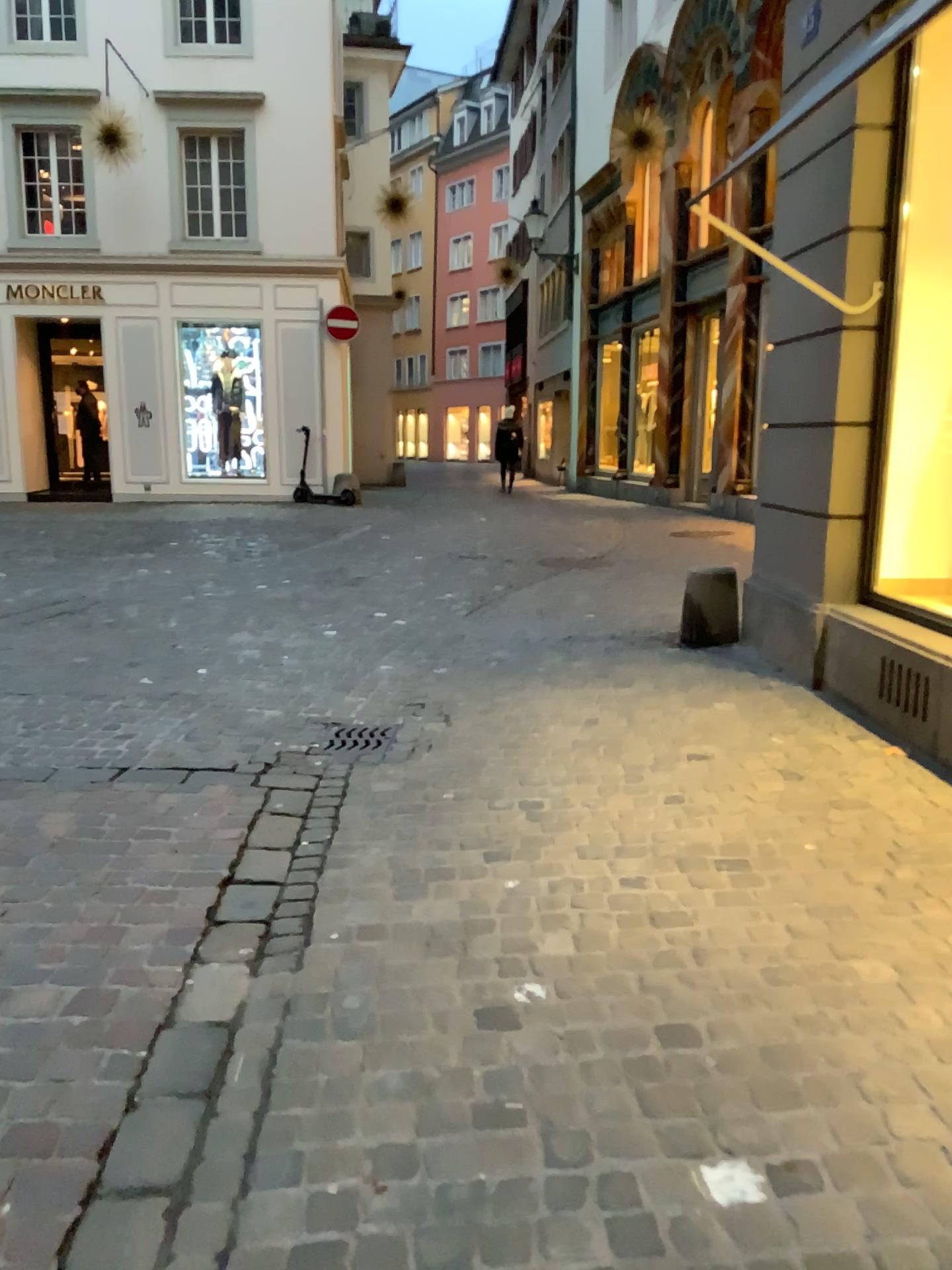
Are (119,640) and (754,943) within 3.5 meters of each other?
no
